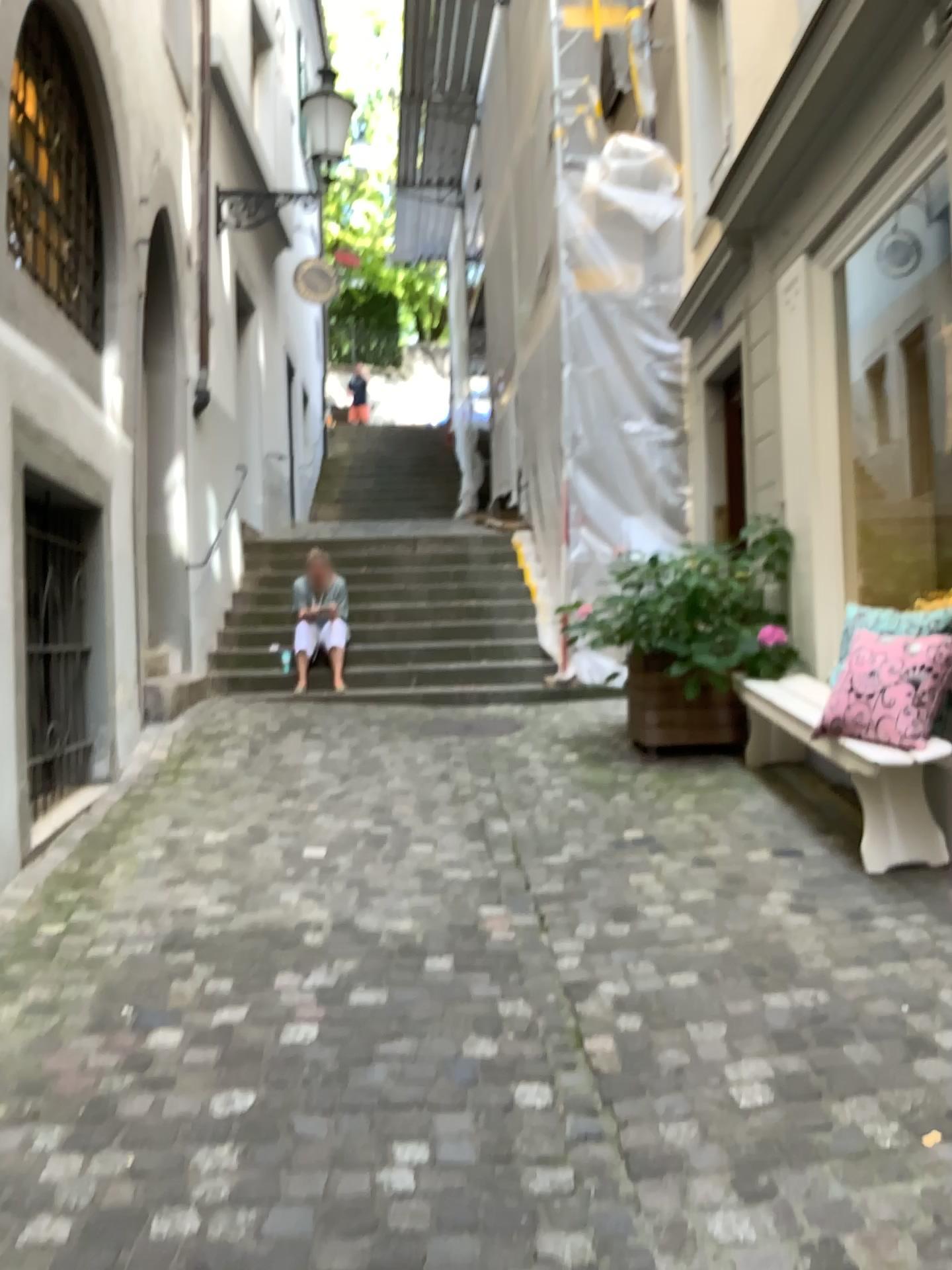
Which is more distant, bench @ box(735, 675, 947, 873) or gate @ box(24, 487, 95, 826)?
gate @ box(24, 487, 95, 826)

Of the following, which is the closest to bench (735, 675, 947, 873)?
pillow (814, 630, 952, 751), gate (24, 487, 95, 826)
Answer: pillow (814, 630, 952, 751)

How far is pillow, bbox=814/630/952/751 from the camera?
3.5m

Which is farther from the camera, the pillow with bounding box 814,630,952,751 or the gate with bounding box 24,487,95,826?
the gate with bounding box 24,487,95,826

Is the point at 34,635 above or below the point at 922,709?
above

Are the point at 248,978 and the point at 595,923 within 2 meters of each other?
yes

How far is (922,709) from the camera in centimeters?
355cm

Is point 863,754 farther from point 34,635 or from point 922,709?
point 34,635

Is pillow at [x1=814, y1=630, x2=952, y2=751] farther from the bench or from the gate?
the gate
